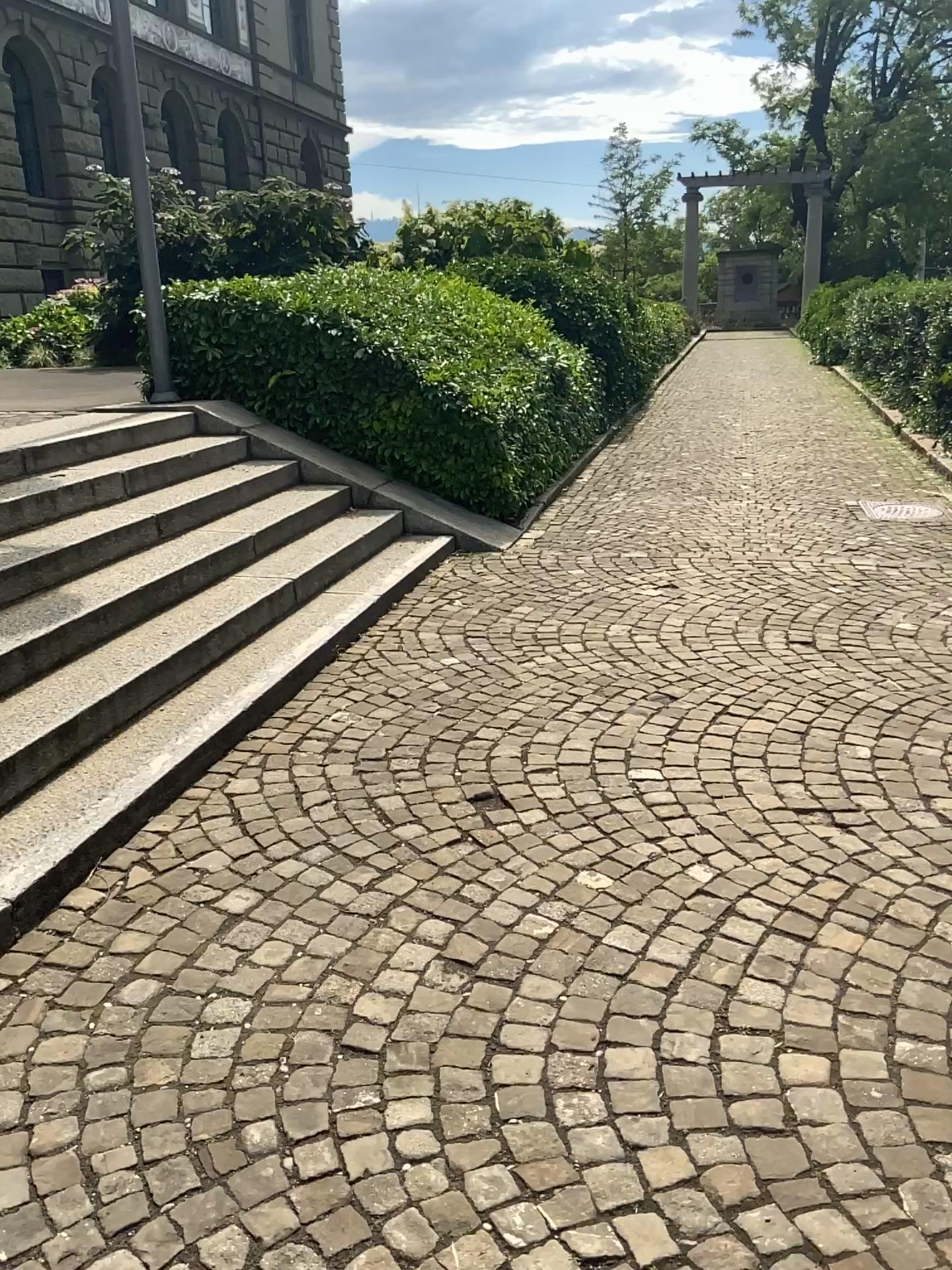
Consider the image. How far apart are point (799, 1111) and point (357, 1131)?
0.8 meters
